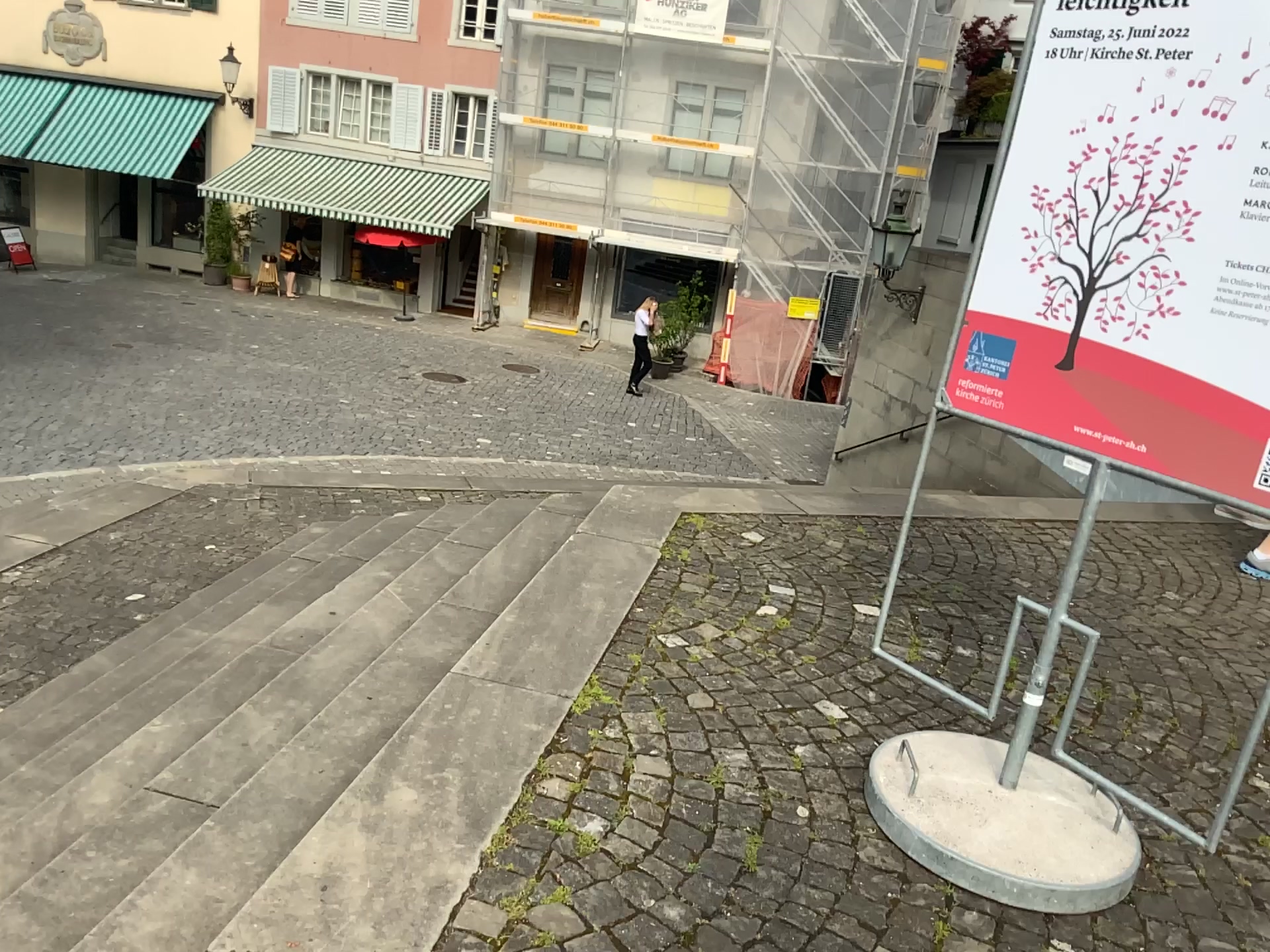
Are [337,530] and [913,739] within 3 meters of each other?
no

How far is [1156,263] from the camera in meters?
2.2

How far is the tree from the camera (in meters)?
2.22
